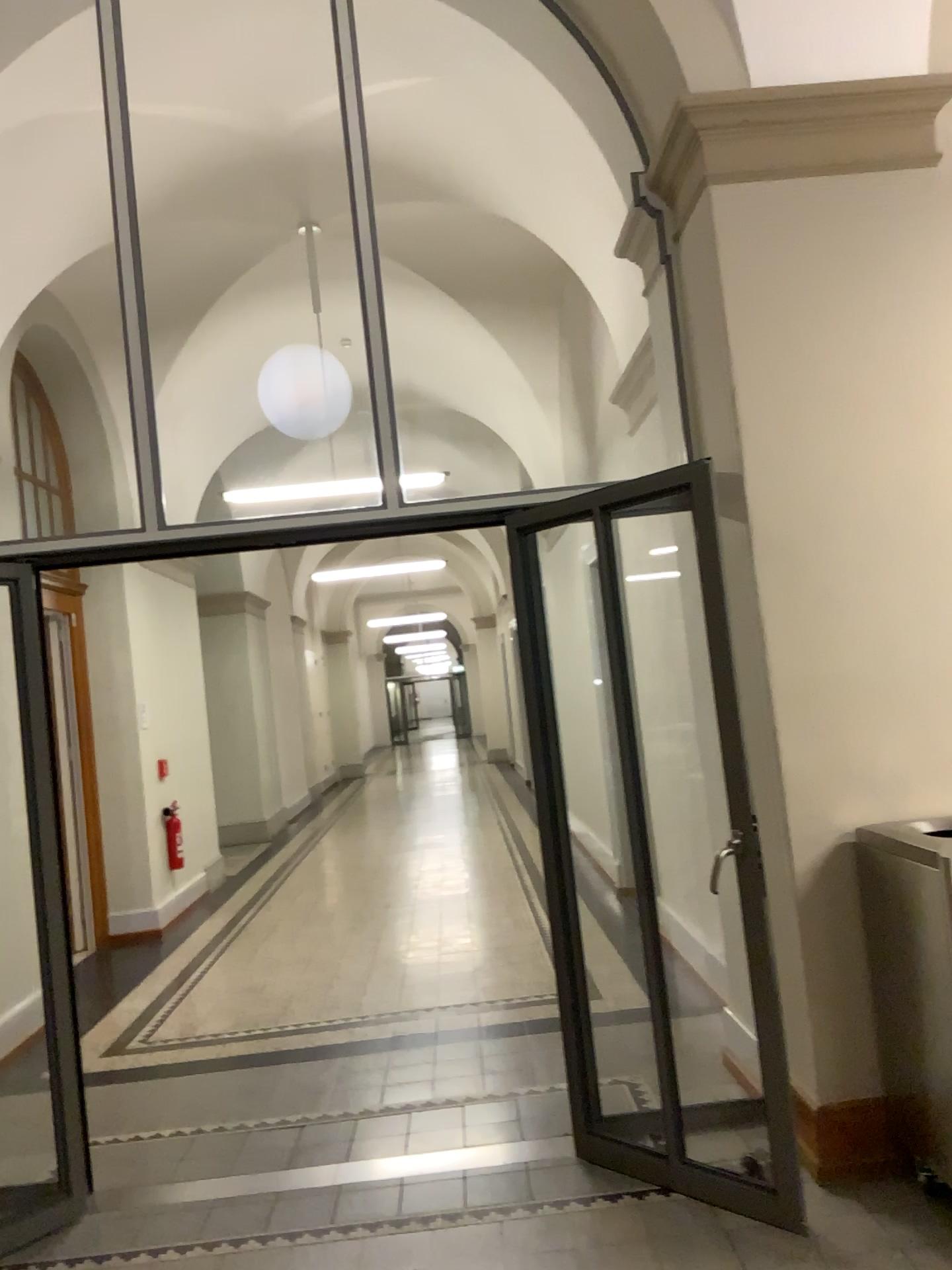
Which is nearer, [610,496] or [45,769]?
[610,496]

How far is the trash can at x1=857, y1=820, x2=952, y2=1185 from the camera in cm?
303

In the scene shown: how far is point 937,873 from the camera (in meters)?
3.03
